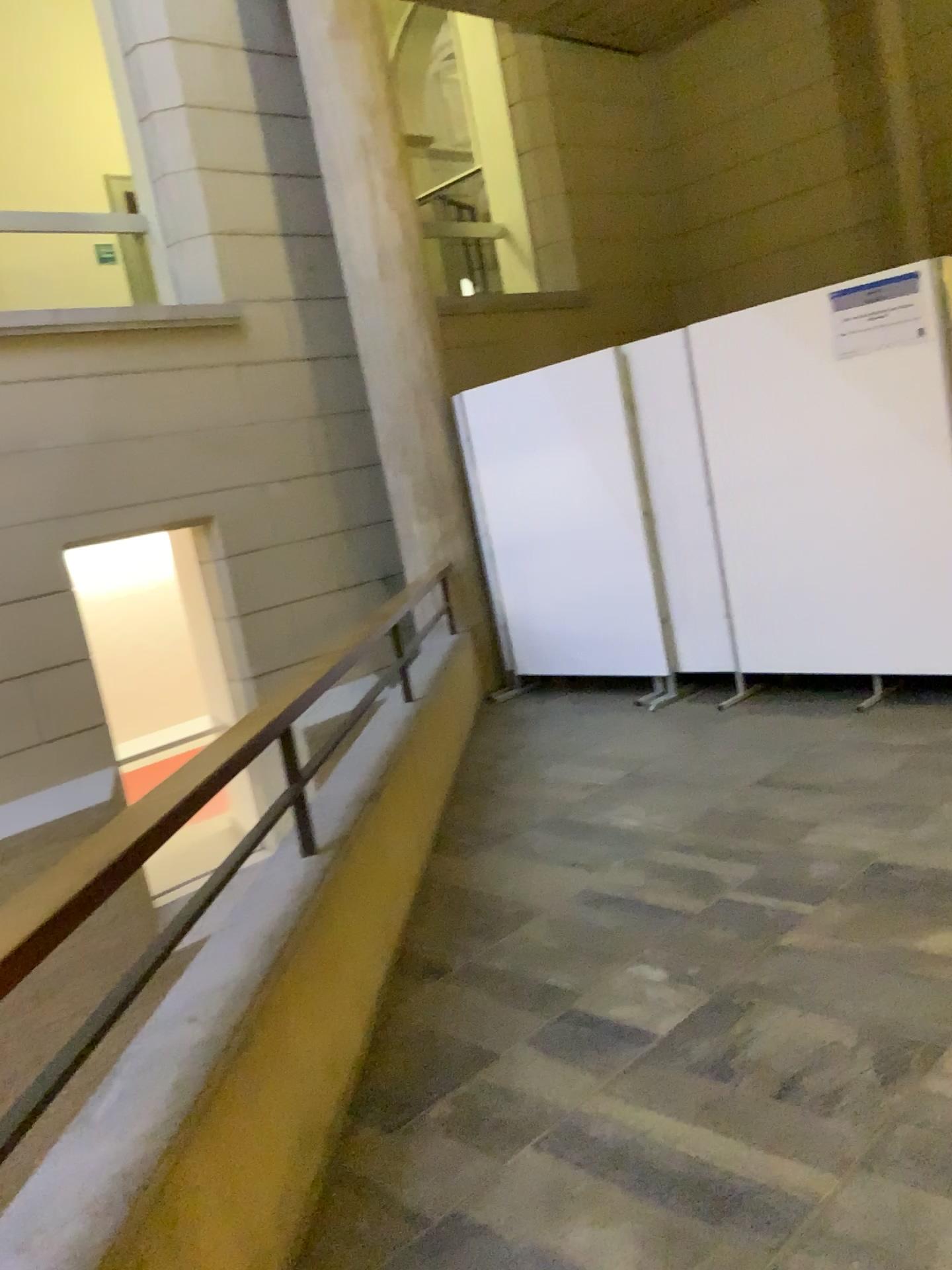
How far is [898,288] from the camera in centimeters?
457cm

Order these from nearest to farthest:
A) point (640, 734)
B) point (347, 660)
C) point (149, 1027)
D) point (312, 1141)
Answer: point (149, 1027) → point (312, 1141) → point (347, 660) → point (640, 734)

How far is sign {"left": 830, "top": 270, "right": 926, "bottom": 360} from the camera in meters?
4.6 m

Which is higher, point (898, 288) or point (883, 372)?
point (898, 288)
